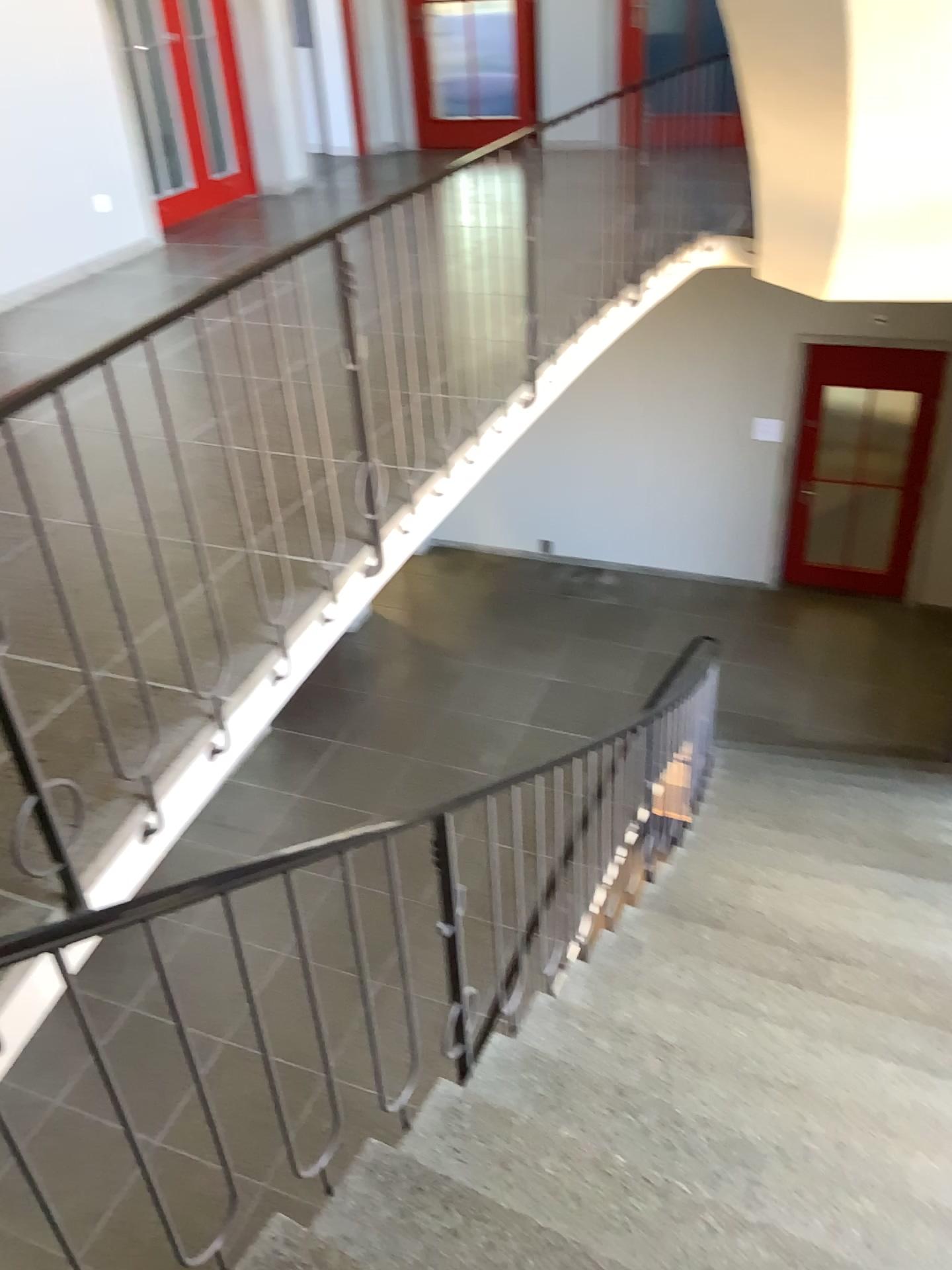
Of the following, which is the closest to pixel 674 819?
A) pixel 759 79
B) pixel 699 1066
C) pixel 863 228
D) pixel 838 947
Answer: pixel 838 947
